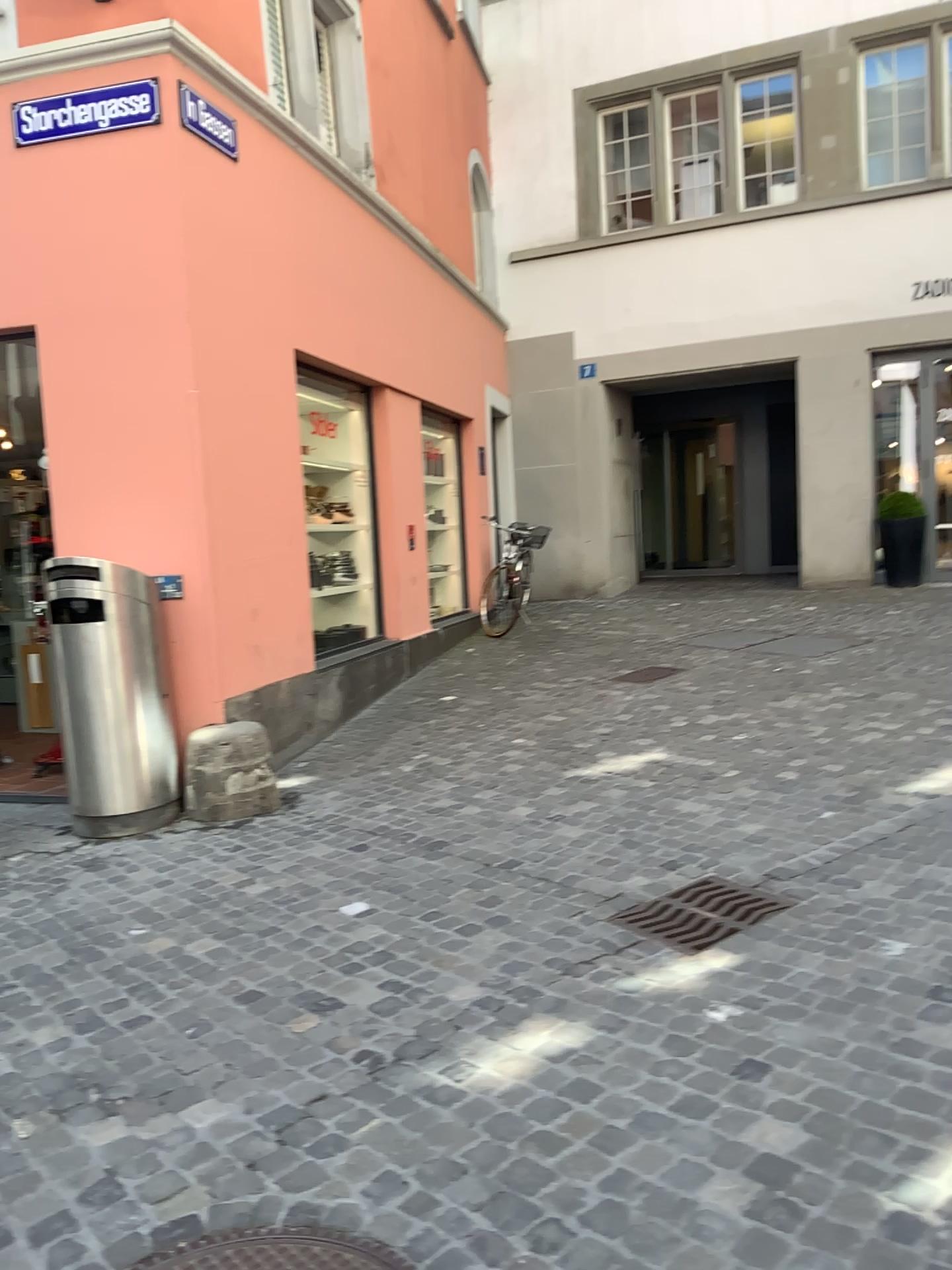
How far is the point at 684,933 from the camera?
3.3 meters

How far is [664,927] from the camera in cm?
334

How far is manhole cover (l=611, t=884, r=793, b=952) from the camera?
3.3 meters

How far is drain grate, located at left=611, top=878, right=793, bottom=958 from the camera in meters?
3.3 m

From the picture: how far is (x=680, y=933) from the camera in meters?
3.3
